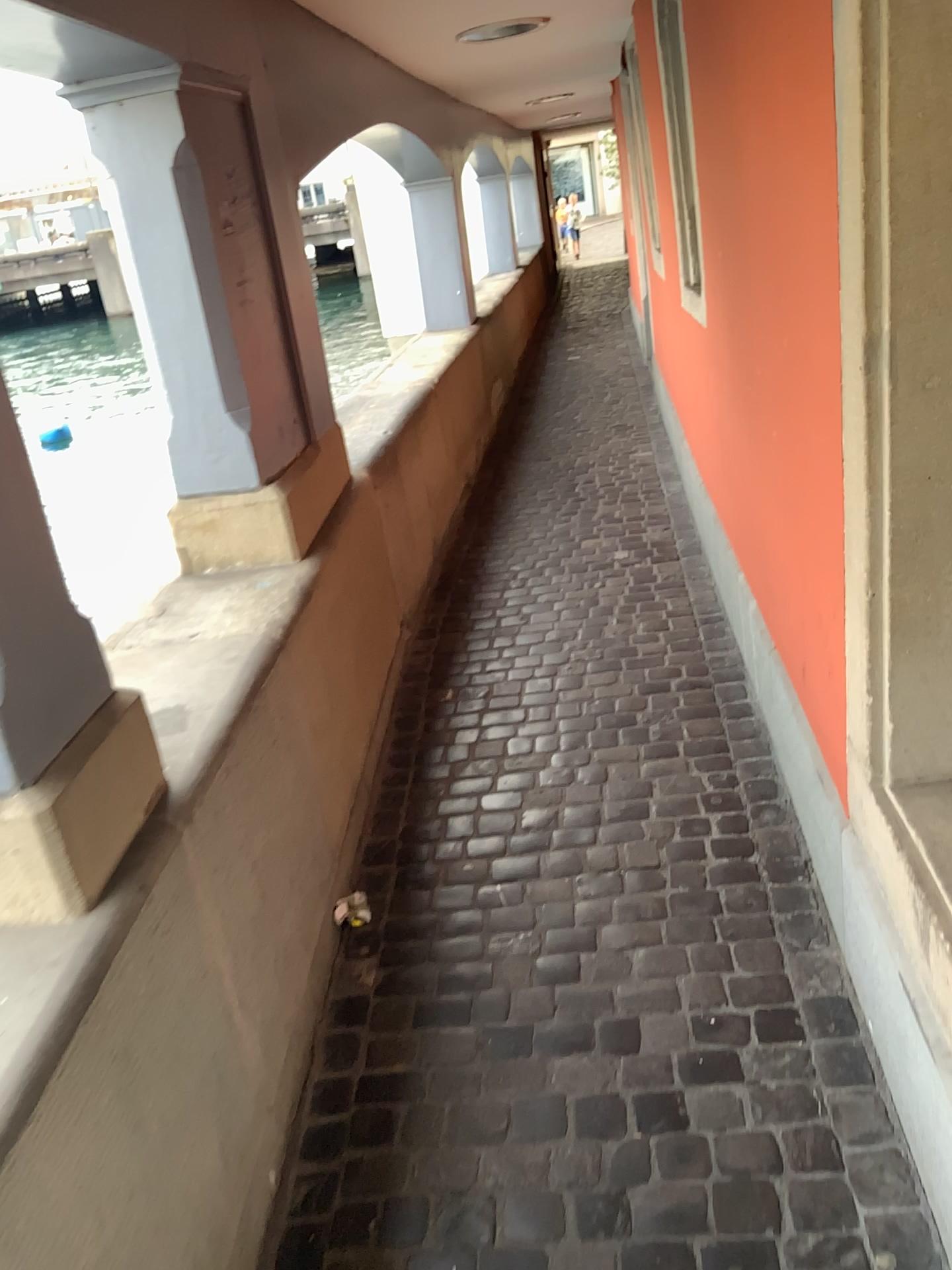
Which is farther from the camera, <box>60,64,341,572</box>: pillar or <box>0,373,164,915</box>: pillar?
<box>60,64,341,572</box>: pillar

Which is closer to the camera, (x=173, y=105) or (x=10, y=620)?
(x=10, y=620)

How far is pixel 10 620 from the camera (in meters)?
1.32

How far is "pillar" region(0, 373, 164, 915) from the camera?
1.3m

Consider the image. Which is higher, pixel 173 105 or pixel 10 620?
pixel 173 105

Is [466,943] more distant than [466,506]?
No
